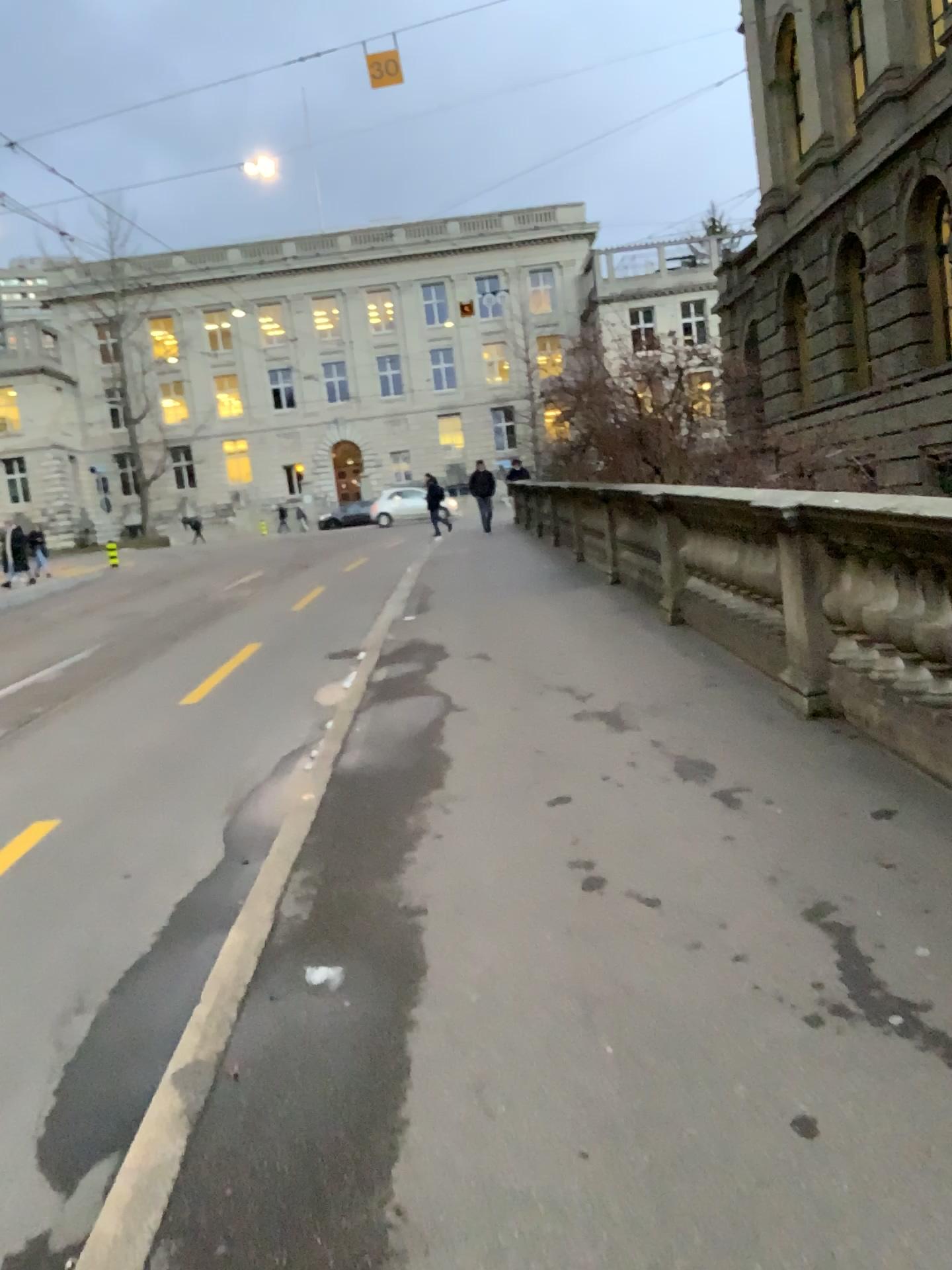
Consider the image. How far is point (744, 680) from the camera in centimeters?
593cm
